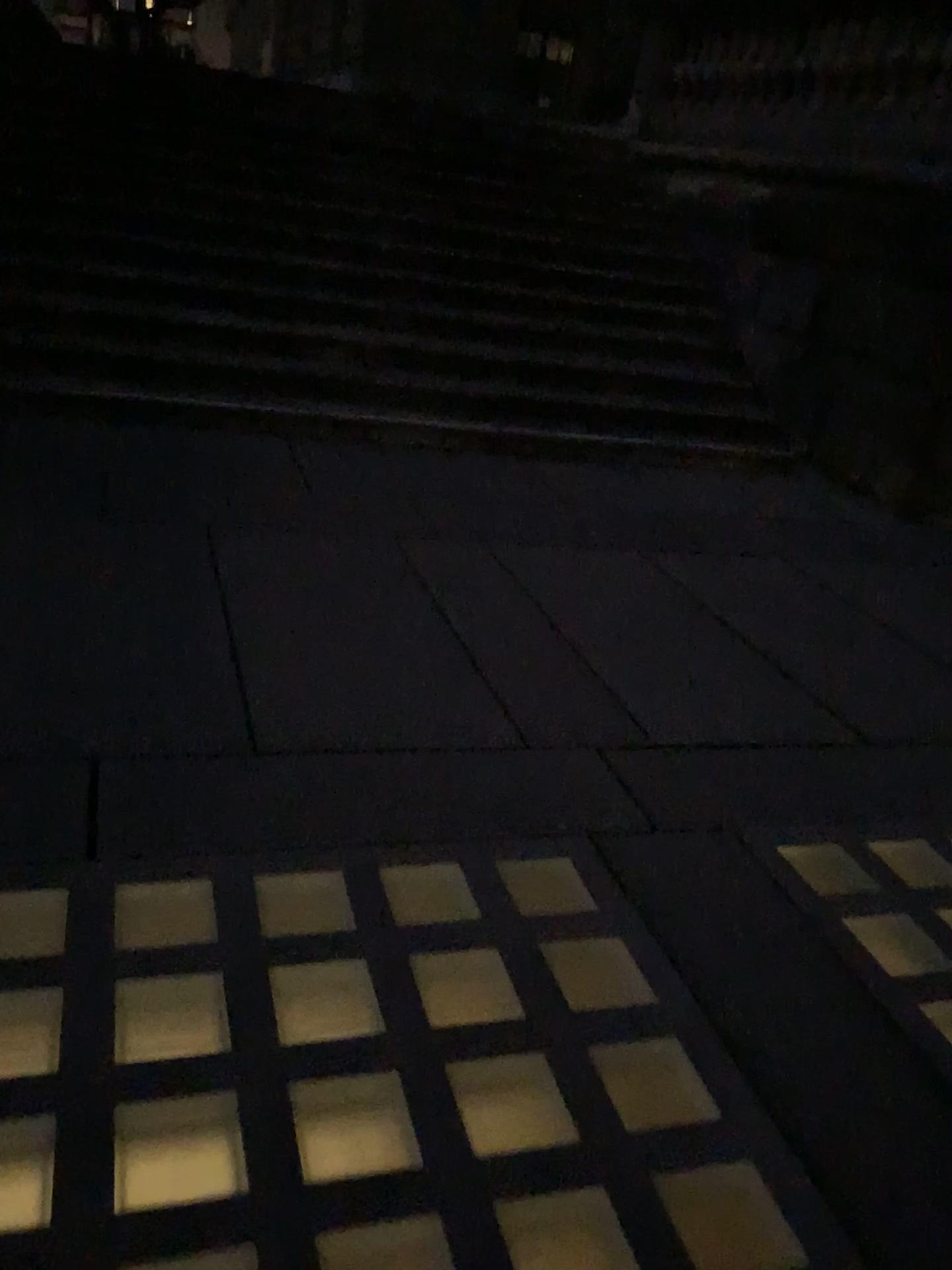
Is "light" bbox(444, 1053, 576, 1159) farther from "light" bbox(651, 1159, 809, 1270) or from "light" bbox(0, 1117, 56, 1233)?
"light" bbox(0, 1117, 56, 1233)

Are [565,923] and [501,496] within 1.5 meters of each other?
no

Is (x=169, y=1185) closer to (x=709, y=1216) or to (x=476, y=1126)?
(x=476, y=1126)

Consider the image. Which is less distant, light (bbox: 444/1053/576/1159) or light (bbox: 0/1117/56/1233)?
light (bbox: 0/1117/56/1233)

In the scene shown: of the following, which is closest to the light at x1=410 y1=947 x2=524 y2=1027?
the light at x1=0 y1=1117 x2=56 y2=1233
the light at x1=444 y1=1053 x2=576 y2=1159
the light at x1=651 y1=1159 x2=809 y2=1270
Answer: the light at x1=444 y1=1053 x2=576 y2=1159

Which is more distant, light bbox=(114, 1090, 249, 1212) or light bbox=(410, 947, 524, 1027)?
light bbox=(410, 947, 524, 1027)

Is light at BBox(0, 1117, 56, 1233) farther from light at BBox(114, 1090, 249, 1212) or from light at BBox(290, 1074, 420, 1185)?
light at BBox(290, 1074, 420, 1185)

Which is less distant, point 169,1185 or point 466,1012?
point 169,1185

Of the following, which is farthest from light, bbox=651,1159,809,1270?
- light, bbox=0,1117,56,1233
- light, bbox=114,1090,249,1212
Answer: light, bbox=0,1117,56,1233

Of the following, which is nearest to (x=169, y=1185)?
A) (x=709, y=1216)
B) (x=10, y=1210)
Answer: (x=10, y=1210)
